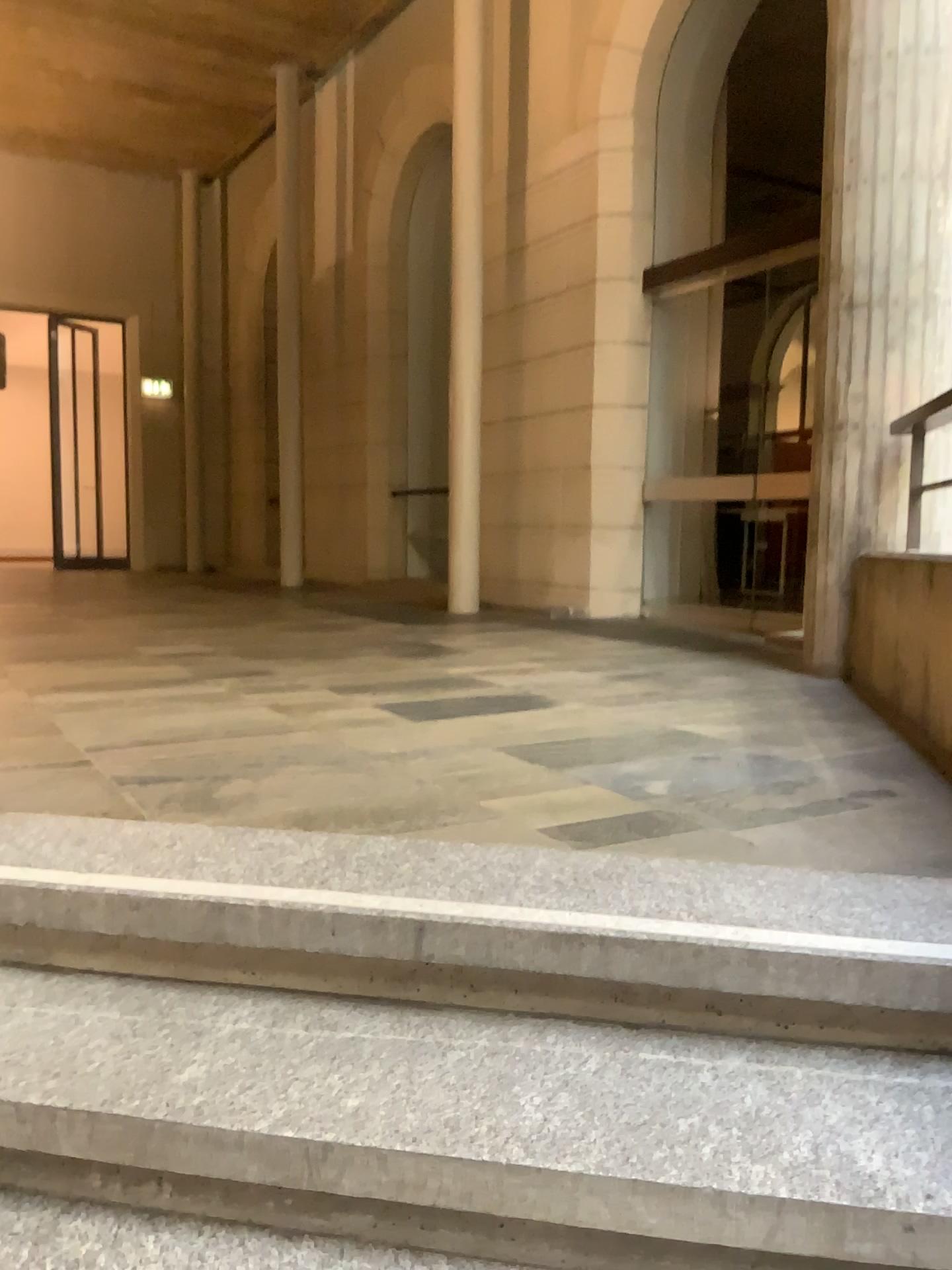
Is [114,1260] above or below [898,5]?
below

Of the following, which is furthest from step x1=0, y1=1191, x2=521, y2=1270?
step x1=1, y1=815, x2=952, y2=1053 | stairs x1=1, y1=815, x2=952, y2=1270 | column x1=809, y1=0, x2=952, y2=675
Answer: column x1=809, y1=0, x2=952, y2=675

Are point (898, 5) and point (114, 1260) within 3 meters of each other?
no

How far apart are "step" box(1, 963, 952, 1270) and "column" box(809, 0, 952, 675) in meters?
2.6 m

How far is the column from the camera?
3.7 meters

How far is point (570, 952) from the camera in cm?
149

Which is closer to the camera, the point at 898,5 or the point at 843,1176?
the point at 843,1176

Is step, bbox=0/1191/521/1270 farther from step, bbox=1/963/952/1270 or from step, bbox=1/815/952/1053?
step, bbox=1/815/952/1053

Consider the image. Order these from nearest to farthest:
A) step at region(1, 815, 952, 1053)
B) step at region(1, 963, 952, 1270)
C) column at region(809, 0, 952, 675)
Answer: step at region(1, 963, 952, 1270), step at region(1, 815, 952, 1053), column at region(809, 0, 952, 675)

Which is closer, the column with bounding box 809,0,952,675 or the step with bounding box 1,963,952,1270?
the step with bounding box 1,963,952,1270
